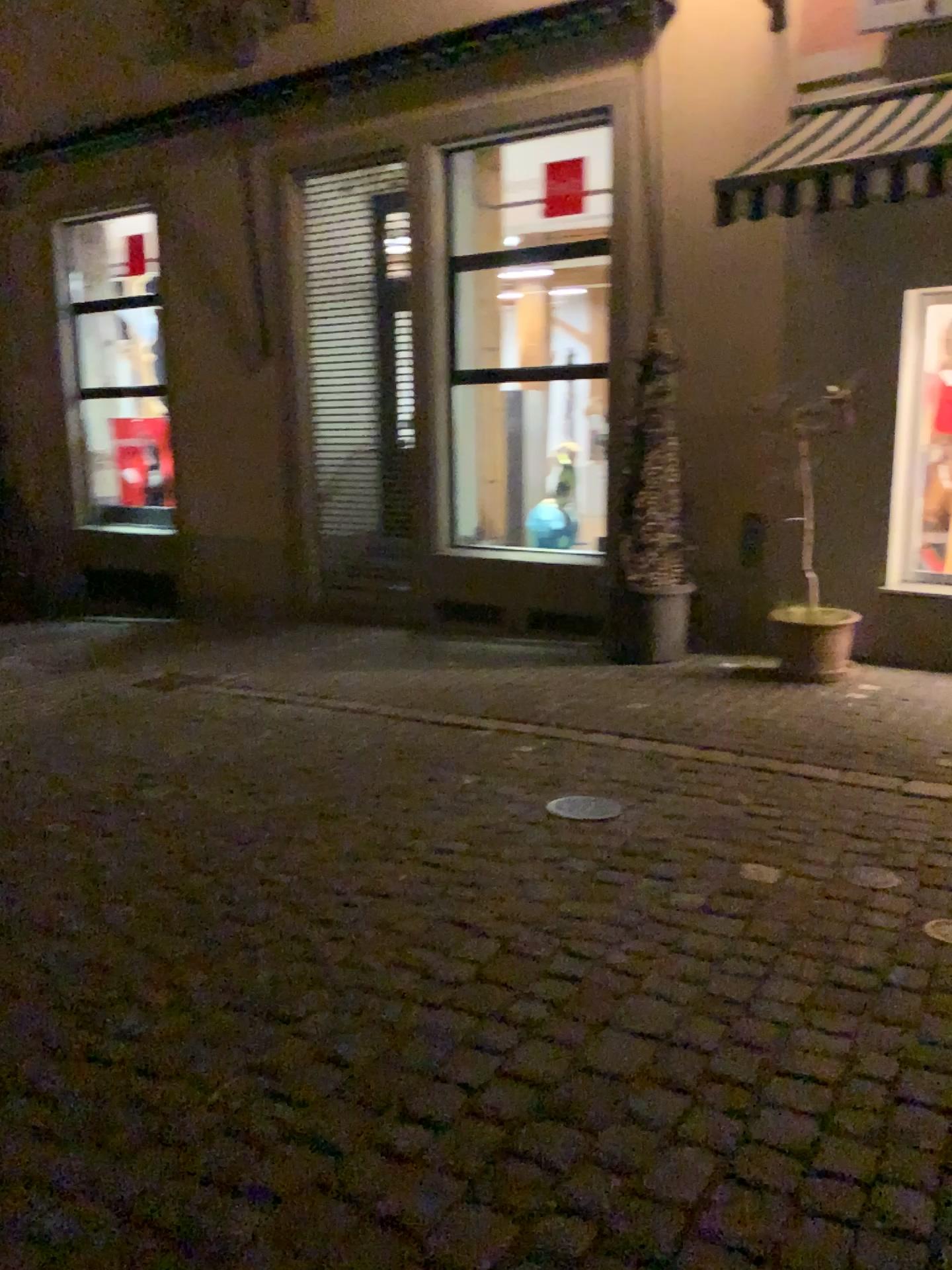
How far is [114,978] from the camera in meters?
2.8 m
